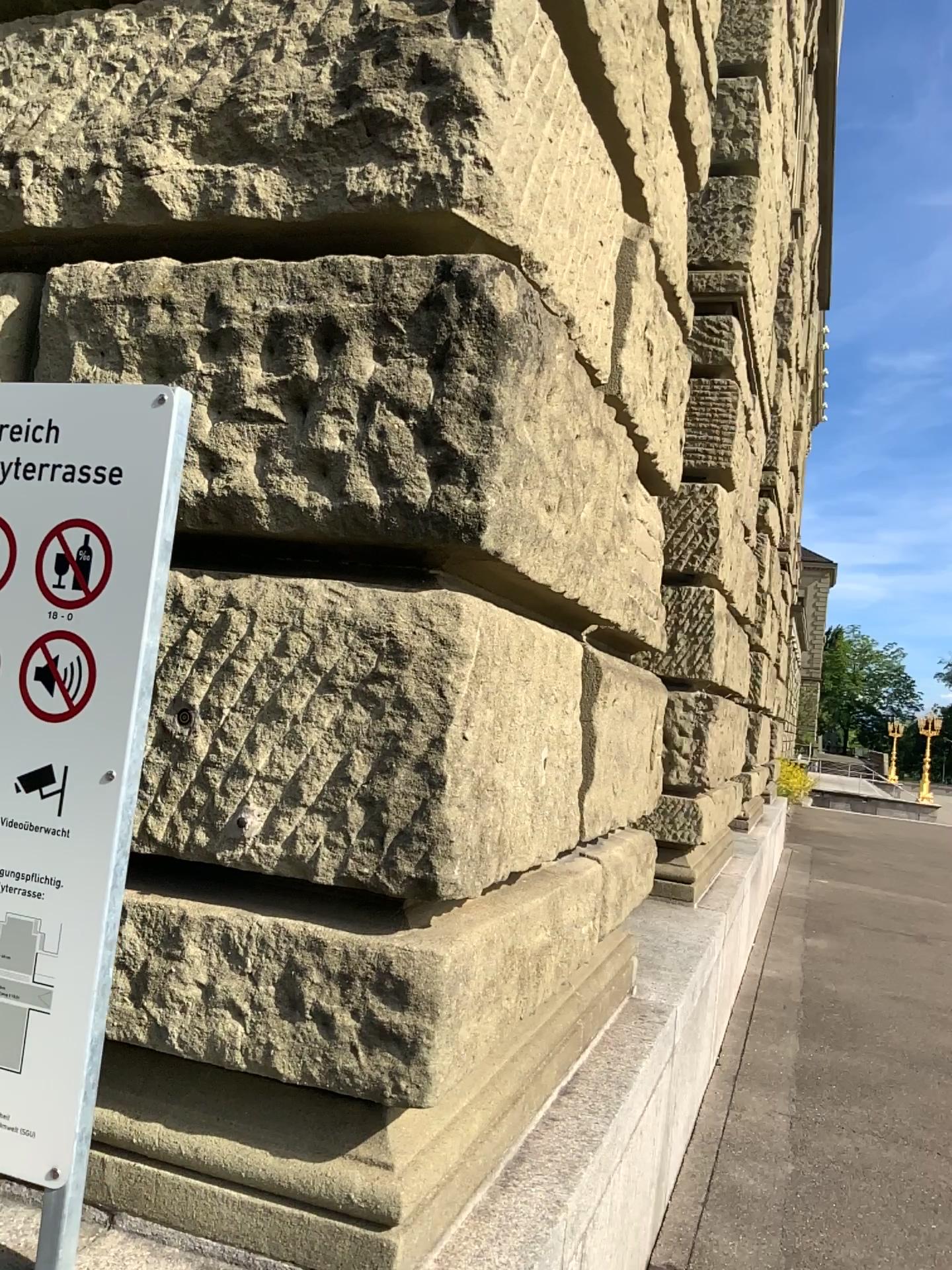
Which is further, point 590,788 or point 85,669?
point 590,788

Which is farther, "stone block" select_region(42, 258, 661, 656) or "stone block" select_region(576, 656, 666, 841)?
"stone block" select_region(576, 656, 666, 841)

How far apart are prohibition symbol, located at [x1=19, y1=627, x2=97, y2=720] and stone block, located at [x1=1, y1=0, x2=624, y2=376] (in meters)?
0.72

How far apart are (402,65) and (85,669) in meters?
1.0

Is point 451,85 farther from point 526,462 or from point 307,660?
point 307,660

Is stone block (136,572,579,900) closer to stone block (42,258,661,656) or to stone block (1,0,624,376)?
stone block (42,258,661,656)

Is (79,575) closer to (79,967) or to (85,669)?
(85,669)

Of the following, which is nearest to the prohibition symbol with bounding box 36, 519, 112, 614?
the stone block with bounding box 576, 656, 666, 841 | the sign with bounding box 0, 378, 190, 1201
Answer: the sign with bounding box 0, 378, 190, 1201

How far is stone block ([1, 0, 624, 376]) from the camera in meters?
1.6 m

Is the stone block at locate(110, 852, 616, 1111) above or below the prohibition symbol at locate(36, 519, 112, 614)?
below
